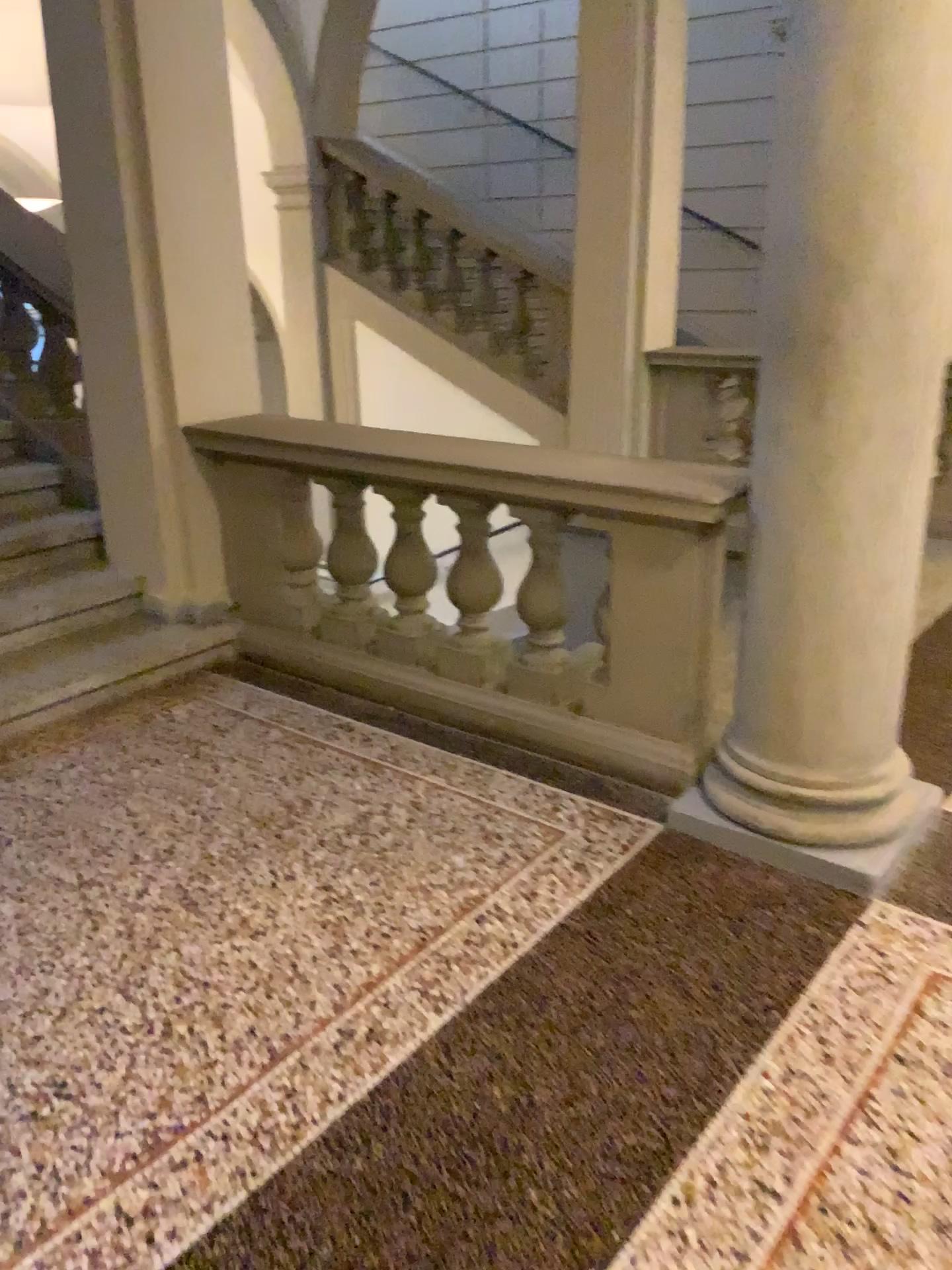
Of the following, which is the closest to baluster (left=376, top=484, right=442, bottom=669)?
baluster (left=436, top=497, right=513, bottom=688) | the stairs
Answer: baluster (left=436, top=497, right=513, bottom=688)

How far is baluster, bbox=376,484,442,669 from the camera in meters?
3.4

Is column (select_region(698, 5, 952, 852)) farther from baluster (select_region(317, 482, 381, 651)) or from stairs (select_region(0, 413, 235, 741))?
stairs (select_region(0, 413, 235, 741))

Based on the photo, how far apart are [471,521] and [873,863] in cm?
152

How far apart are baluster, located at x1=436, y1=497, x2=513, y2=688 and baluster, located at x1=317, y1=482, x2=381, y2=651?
0.3m

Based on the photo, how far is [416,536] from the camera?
3.4m

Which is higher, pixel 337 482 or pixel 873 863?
pixel 337 482

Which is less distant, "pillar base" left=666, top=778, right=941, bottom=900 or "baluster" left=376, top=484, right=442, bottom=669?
"pillar base" left=666, top=778, right=941, bottom=900

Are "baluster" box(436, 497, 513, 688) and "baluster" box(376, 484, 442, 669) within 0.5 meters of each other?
yes

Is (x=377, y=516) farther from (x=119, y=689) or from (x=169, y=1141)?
(x=169, y=1141)
